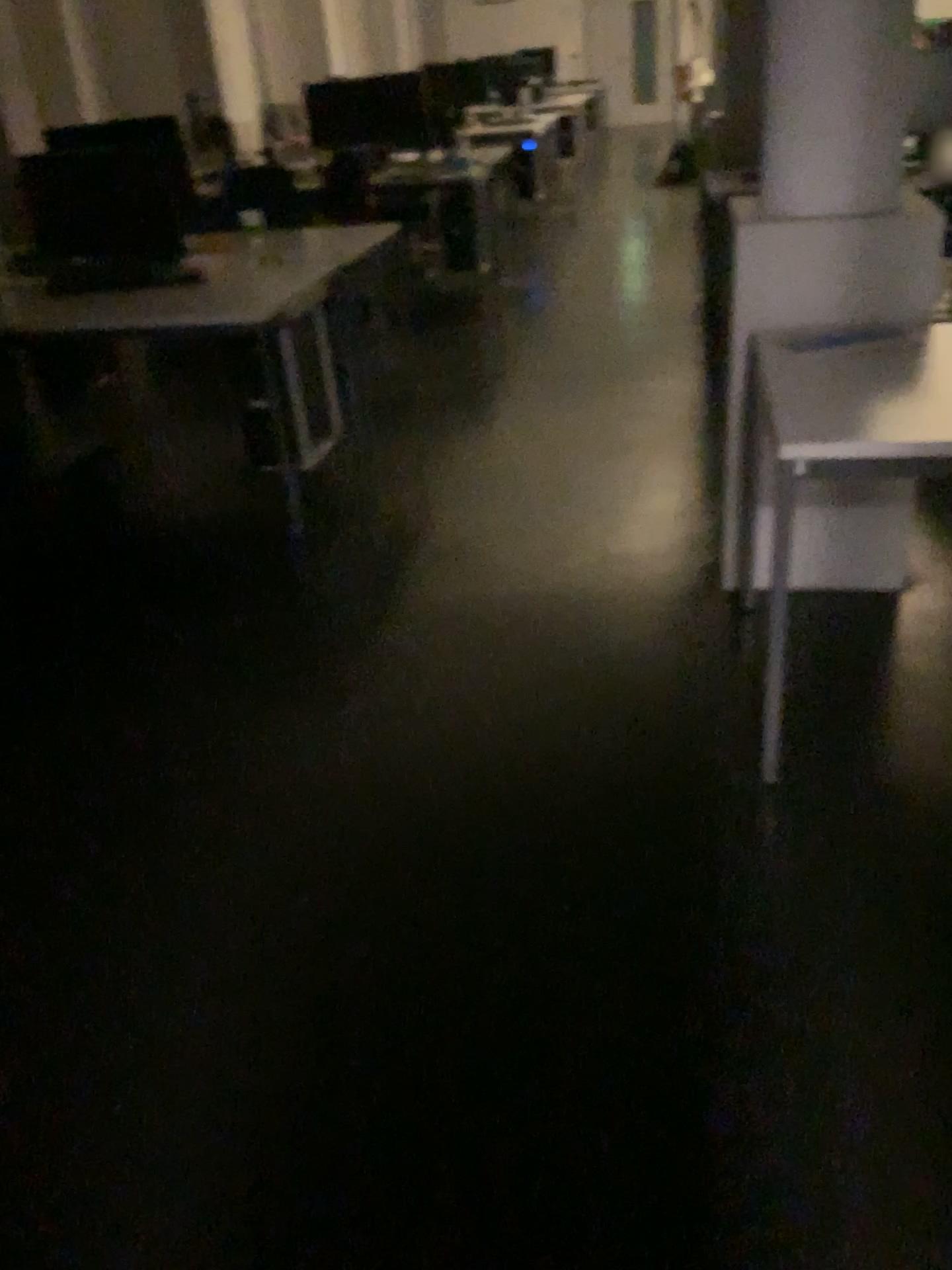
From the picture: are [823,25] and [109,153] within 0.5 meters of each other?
no

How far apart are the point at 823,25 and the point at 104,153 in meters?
2.5

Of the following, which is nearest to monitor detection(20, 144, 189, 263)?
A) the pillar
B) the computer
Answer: the computer

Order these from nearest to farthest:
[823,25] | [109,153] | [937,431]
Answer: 1. [937,431]
2. [823,25]
3. [109,153]

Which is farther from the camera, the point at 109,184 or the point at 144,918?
the point at 109,184

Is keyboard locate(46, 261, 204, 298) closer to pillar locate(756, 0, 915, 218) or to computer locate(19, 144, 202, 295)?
computer locate(19, 144, 202, 295)

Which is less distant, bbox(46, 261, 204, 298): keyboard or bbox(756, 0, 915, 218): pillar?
bbox(756, 0, 915, 218): pillar

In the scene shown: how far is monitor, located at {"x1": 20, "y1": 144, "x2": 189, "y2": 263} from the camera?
3.8m

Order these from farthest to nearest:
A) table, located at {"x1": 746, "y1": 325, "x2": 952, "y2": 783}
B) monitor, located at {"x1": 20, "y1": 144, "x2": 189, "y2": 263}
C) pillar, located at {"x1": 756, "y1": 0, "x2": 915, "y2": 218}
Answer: monitor, located at {"x1": 20, "y1": 144, "x2": 189, "y2": 263} → pillar, located at {"x1": 756, "y1": 0, "x2": 915, "y2": 218} → table, located at {"x1": 746, "y1": 325, "x2": 952, "y2": 783}

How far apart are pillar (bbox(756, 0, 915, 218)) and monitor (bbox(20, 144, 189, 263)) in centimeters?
224cm
